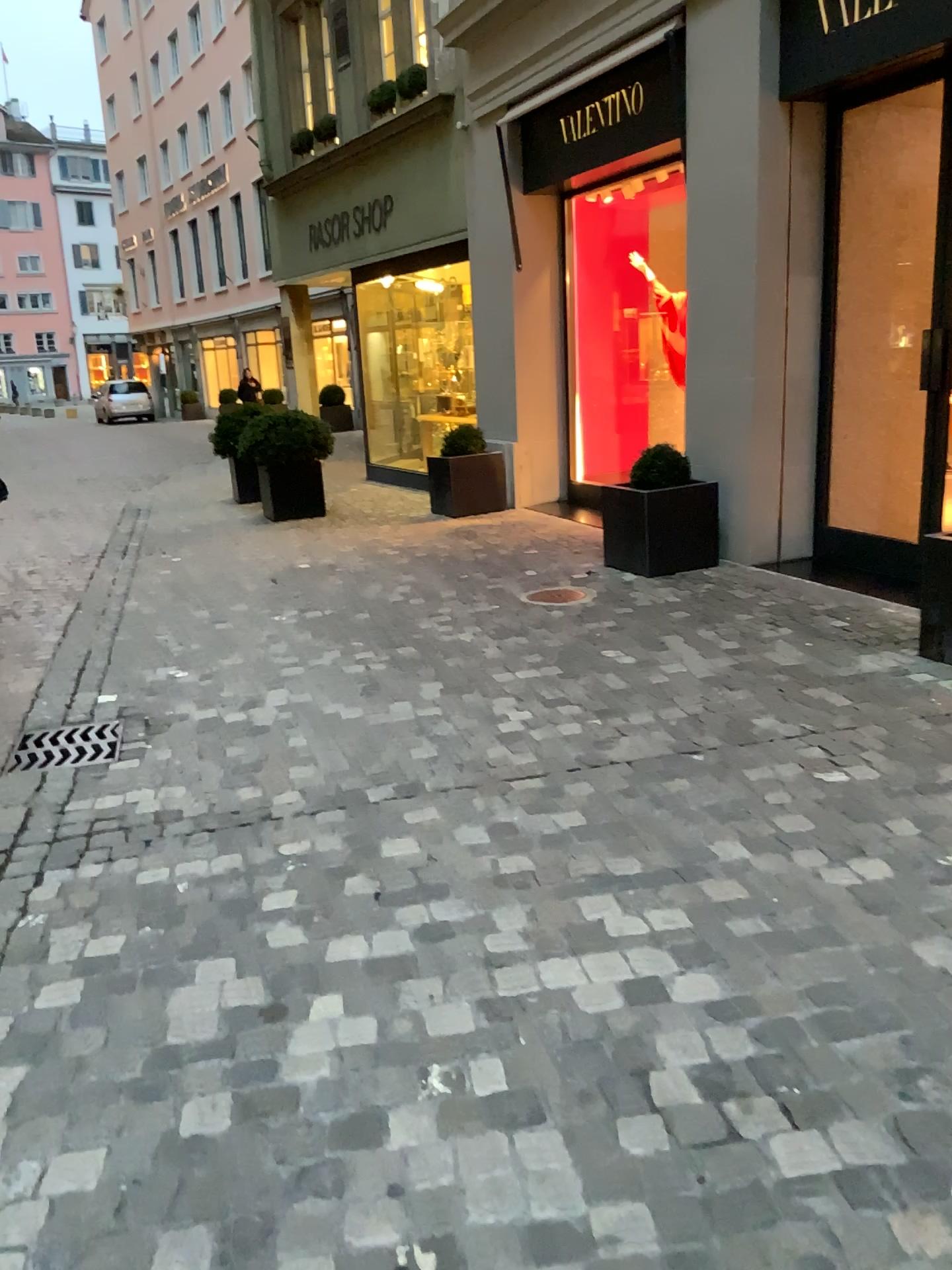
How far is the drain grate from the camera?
3.8m

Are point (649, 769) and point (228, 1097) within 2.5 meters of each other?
yes

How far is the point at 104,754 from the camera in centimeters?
382cm
